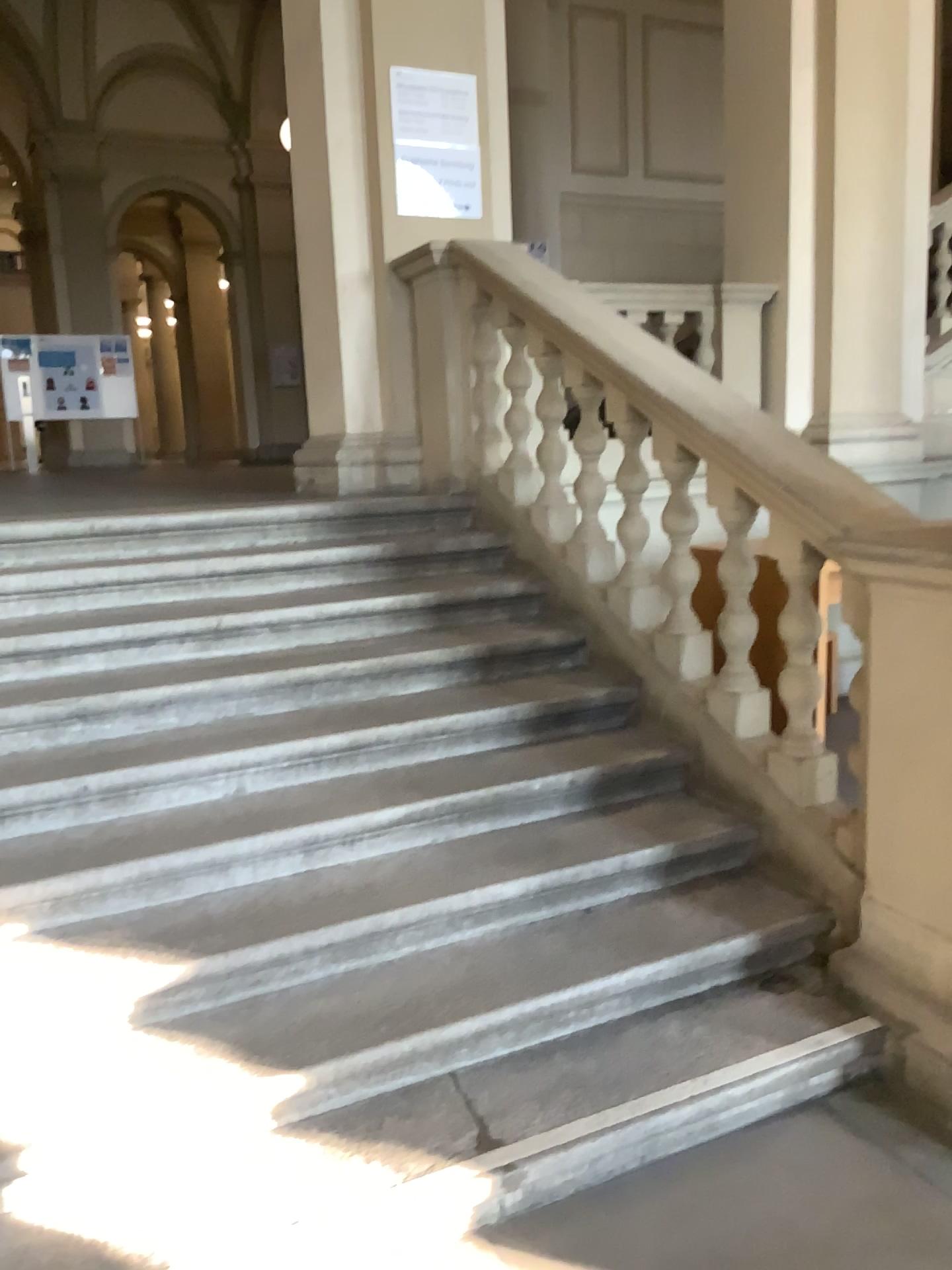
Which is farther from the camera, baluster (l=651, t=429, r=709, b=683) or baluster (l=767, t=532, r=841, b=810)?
baluster (l=651, t=429, r=709, b=683)

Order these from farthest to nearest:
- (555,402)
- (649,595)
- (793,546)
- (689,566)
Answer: (555,402), (649,595), (689,566), (793,546)

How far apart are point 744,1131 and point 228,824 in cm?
147

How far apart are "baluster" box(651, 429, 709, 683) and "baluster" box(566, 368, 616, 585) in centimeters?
30cm

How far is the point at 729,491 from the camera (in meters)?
3.05

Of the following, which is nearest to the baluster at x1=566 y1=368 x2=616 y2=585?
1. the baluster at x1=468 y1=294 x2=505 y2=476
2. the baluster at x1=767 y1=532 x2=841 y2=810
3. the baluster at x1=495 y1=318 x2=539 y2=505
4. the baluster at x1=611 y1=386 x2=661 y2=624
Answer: the baluster at x1=611 y1=386 x2=661 y2=624

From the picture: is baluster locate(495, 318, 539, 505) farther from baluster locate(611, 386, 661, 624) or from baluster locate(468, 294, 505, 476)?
baluster locate(611, 386, 661, 624)

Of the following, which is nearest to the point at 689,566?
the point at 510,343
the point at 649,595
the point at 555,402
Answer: the point at 649,595

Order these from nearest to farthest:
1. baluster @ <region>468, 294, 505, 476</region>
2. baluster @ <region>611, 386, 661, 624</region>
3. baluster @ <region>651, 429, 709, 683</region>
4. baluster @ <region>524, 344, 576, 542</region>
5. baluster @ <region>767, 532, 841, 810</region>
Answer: baluster @ <region>767, 532, 841, 810</region>
baluster @ <region>651, 429, 709, 683</region>
baluster @ <region>611, 386, 661, 624</region>
baluster @ <region>524, 344, 576, 542</region>
baluster @ <region>468, 294, 505, 476</region>

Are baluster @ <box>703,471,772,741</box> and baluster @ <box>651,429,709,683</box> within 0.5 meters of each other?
yes
